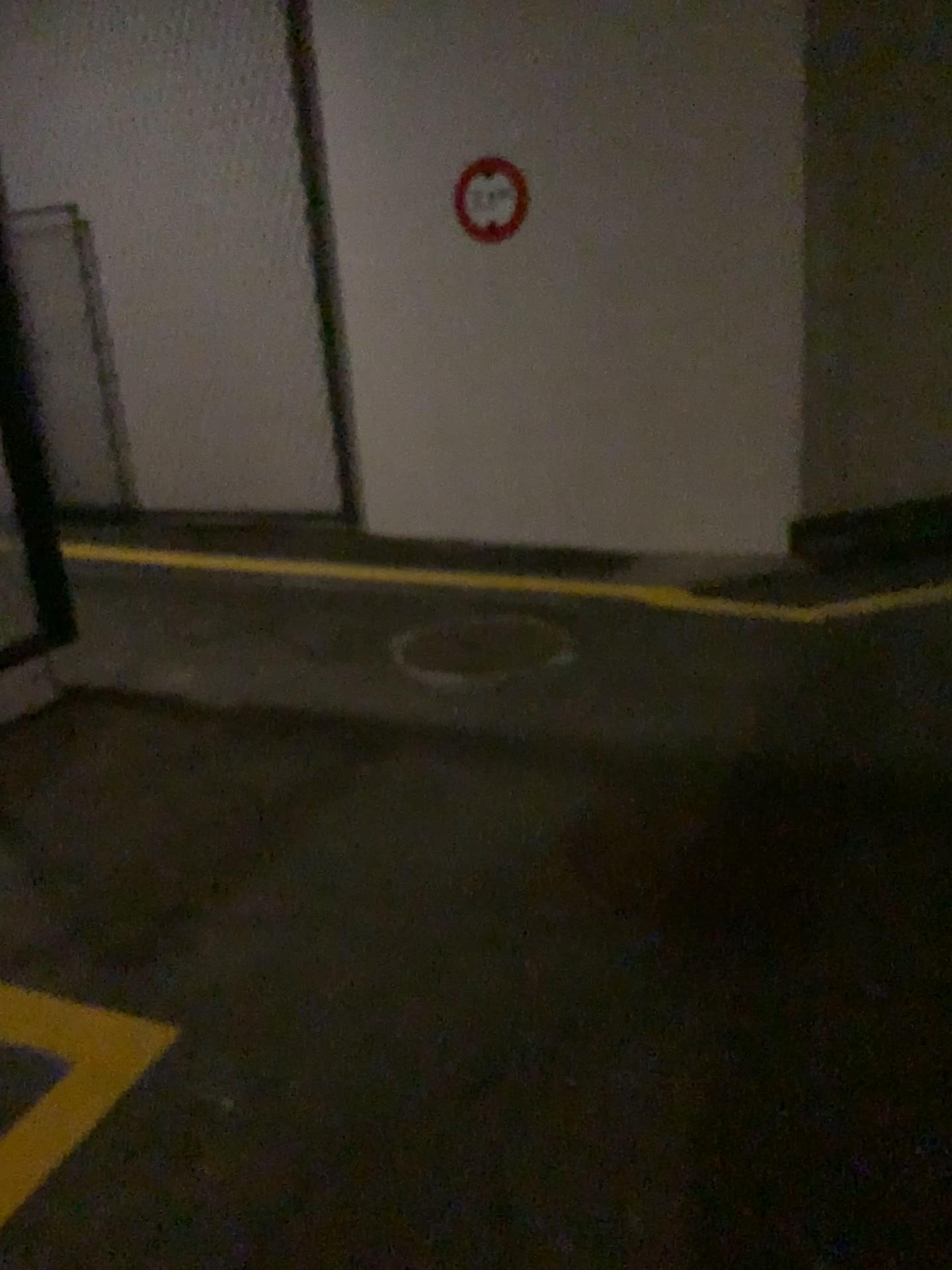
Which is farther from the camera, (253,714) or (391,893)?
(253,714)
